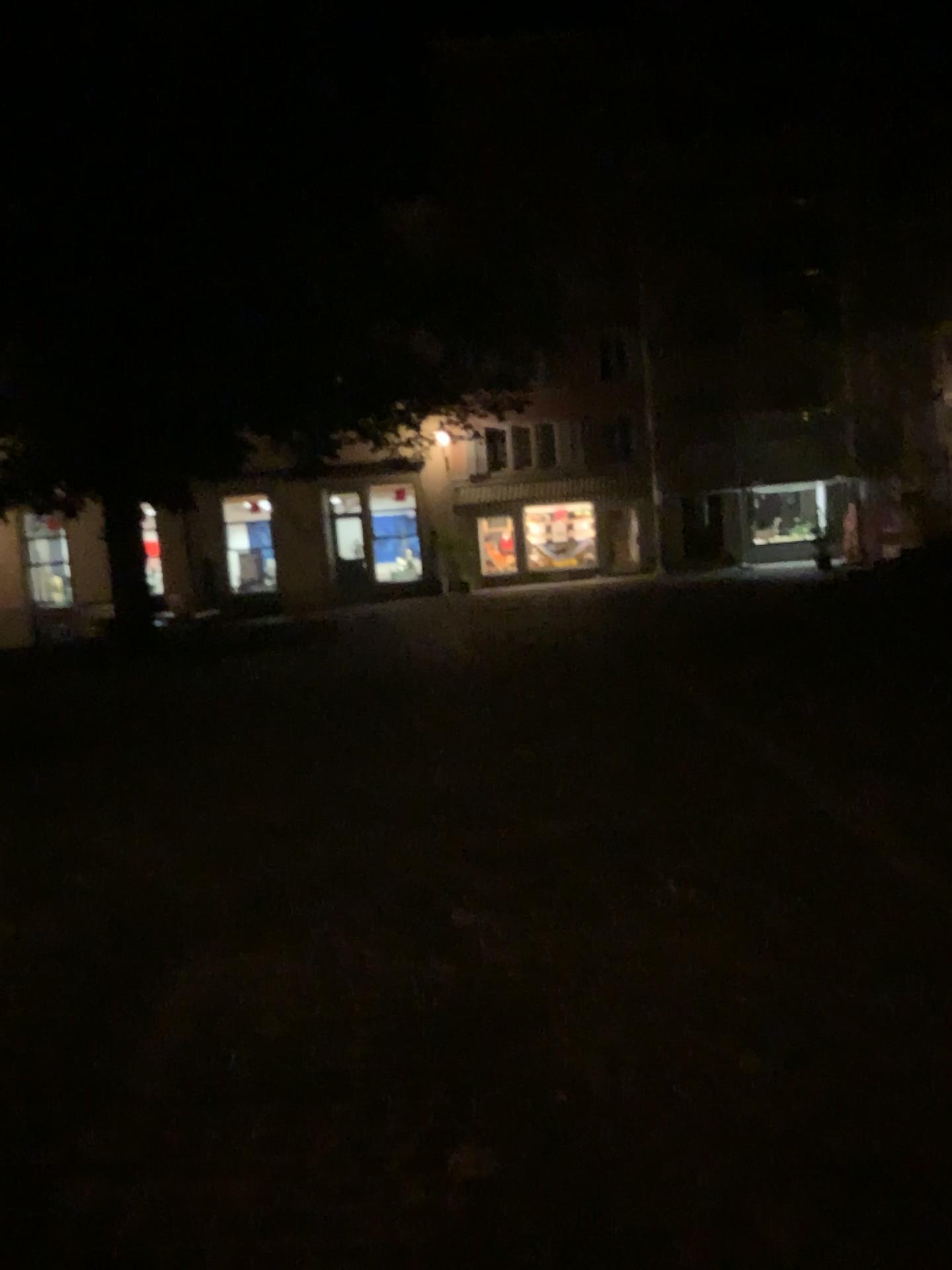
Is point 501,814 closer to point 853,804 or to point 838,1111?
point 853,804
